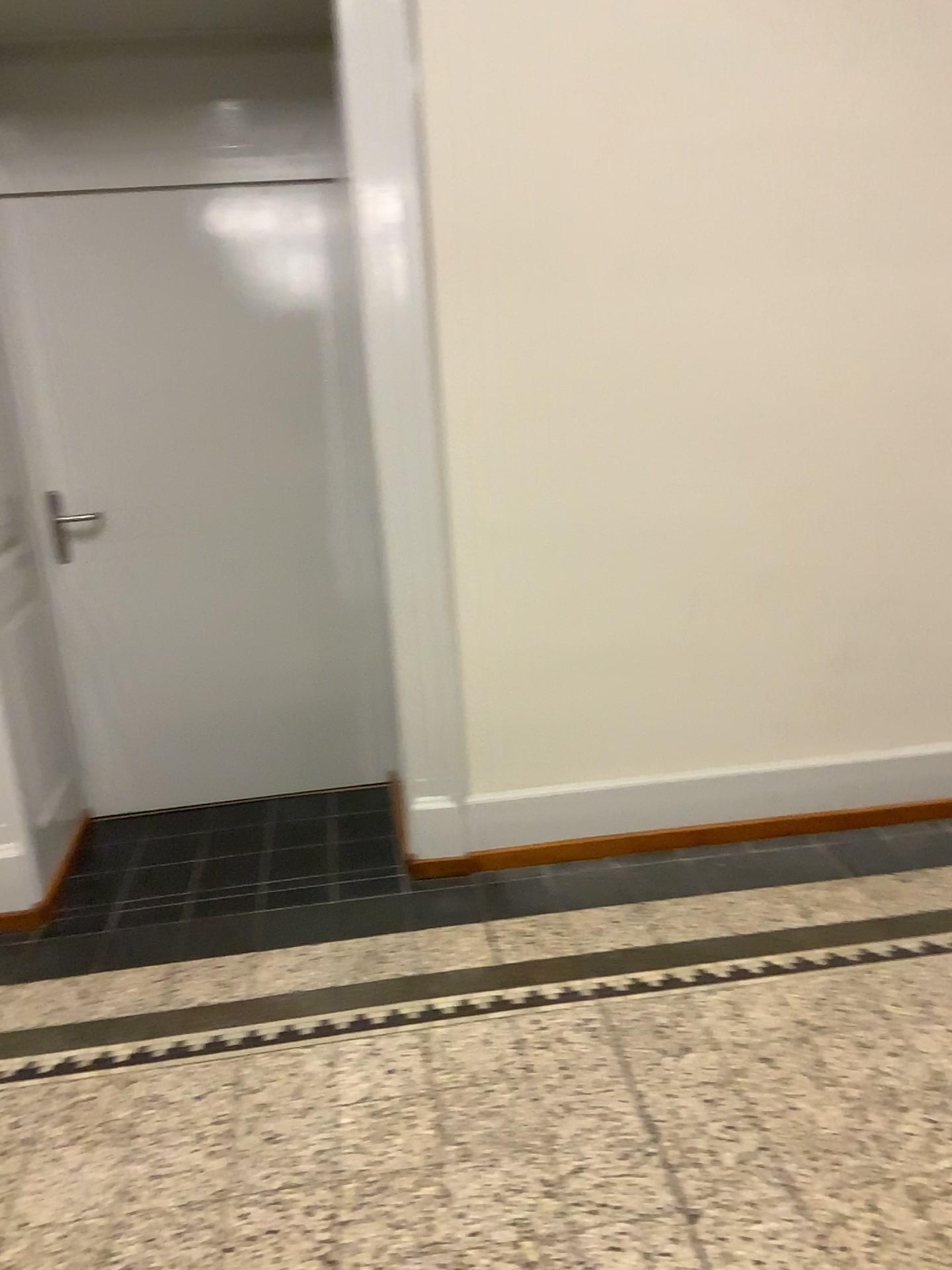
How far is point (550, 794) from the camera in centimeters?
305cm

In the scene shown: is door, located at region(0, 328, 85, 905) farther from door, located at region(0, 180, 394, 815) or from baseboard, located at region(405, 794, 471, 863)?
baseboard, located at region(405, 794, 471, 863)

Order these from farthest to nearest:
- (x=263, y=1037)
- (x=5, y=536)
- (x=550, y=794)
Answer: (x=550, y=794) < (x=5, y=536) < (x=263, y=1037)

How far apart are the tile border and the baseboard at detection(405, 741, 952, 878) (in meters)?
0.48

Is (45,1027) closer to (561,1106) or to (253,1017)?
(253,1017)

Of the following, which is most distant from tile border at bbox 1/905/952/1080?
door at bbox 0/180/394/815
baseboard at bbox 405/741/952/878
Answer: door at bbox 0/180/394/815

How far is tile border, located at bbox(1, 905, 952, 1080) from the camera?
2.37m

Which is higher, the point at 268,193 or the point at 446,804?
the point at 268,193

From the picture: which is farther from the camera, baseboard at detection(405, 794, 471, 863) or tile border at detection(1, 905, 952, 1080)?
baseboard at detection(405, 794, 471, 863)

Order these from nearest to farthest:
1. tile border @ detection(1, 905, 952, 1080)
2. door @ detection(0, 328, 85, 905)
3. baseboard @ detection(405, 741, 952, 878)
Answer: tile border @ detection(1, 905, 952, 1080), door @ detection(0, 328, 85, 905), baseboard @ detection(405, 741, 952, 878)
